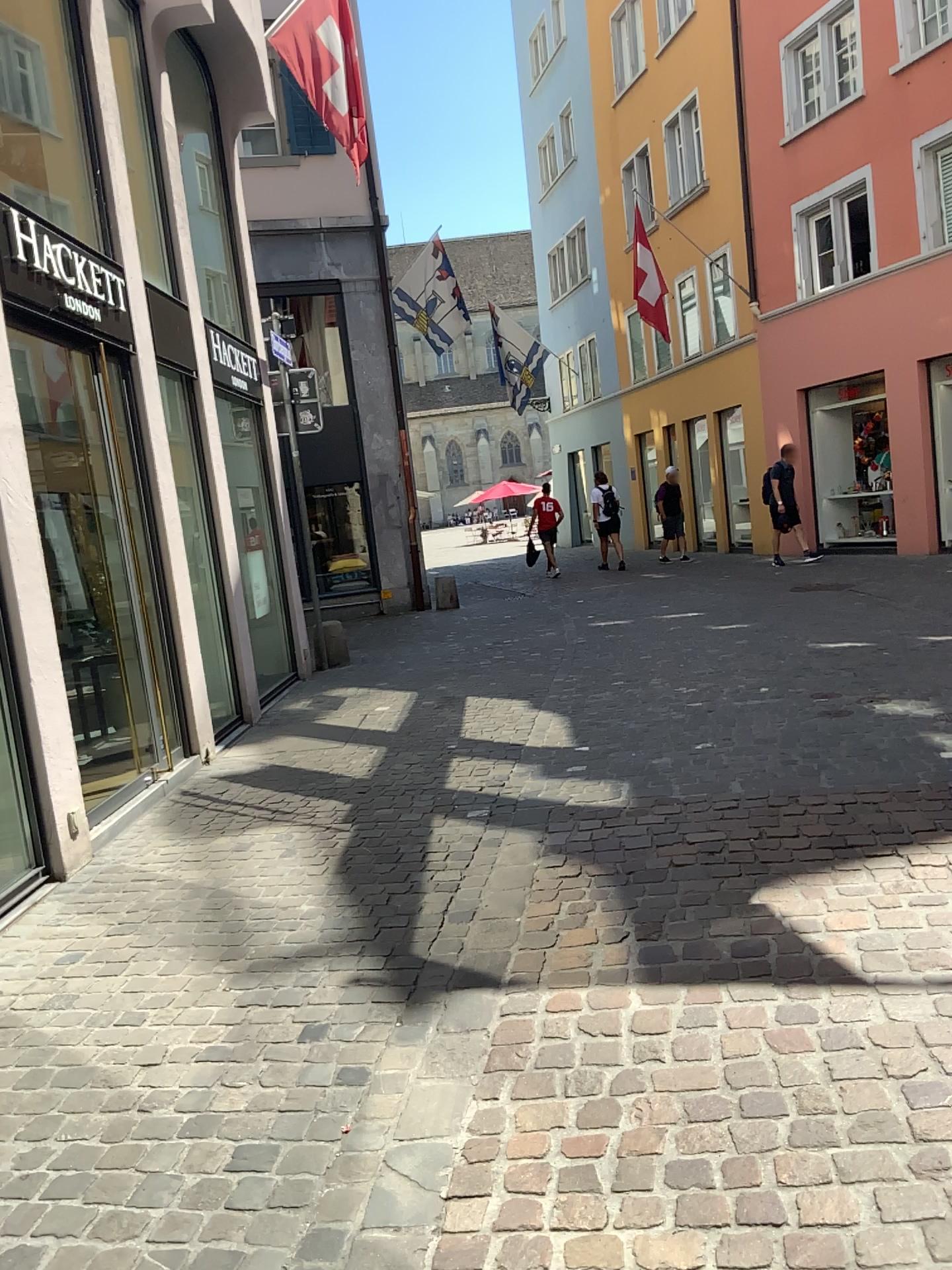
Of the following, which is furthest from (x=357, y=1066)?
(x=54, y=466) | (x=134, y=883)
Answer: (x=54, y=466)
